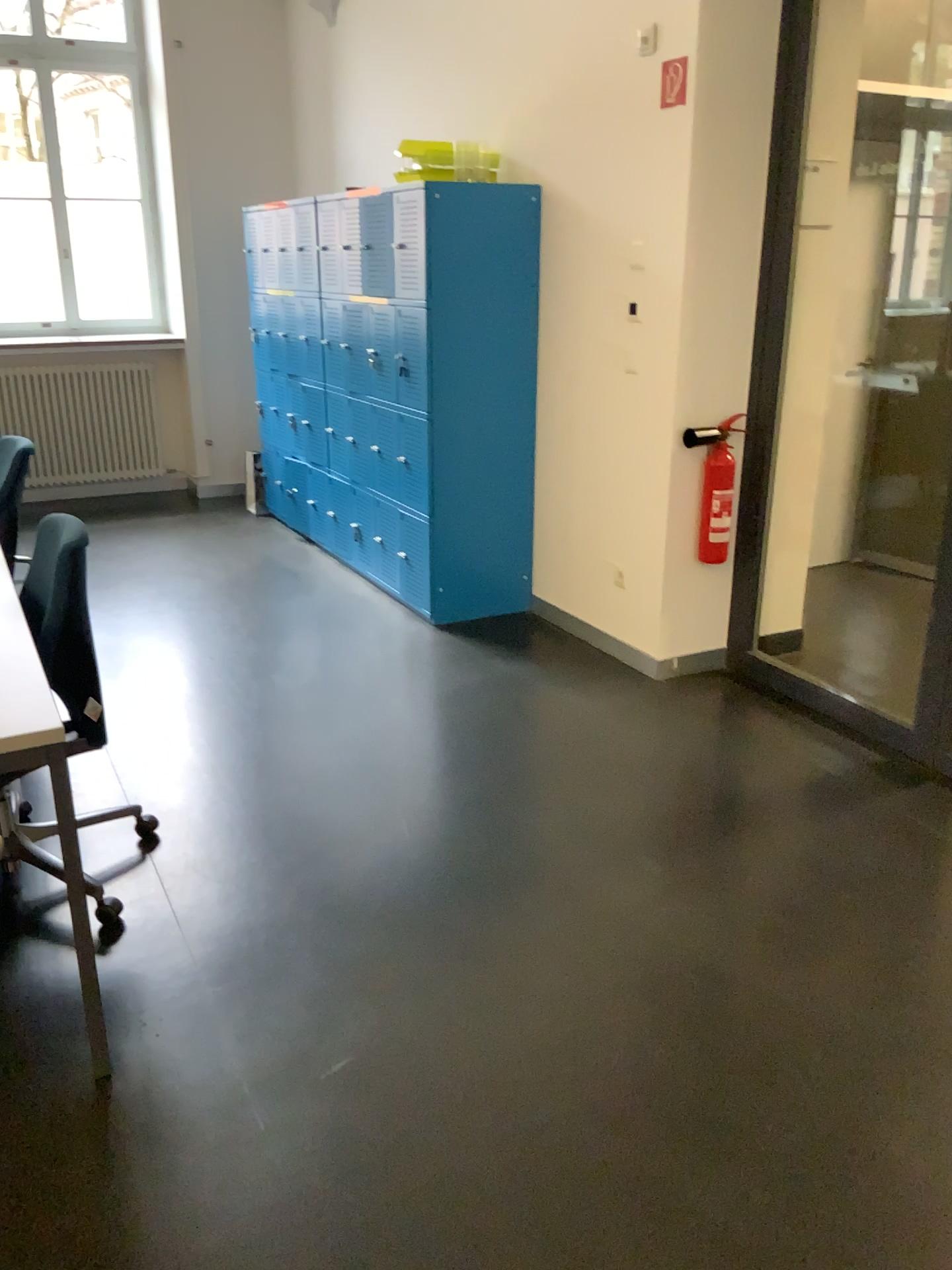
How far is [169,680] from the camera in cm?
385

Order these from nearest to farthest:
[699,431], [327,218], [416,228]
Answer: [699,431] < [416,228] < [327,218]

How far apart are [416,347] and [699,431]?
1.2 meters

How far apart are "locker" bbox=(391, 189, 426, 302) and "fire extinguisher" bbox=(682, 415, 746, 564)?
1.22m

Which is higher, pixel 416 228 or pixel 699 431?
pixel 416 228

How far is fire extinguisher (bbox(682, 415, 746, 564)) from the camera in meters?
3.7

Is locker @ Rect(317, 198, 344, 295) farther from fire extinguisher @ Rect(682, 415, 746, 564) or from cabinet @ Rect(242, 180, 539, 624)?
fire extinguisher @ Rect(682, 415, 746, 564)

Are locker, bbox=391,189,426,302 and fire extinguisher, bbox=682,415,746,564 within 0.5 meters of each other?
no

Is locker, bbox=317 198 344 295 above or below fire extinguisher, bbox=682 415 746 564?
above

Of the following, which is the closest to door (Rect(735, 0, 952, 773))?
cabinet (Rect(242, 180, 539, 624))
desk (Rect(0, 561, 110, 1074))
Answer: cabinet (Rect(242, 180, 539, 624))
